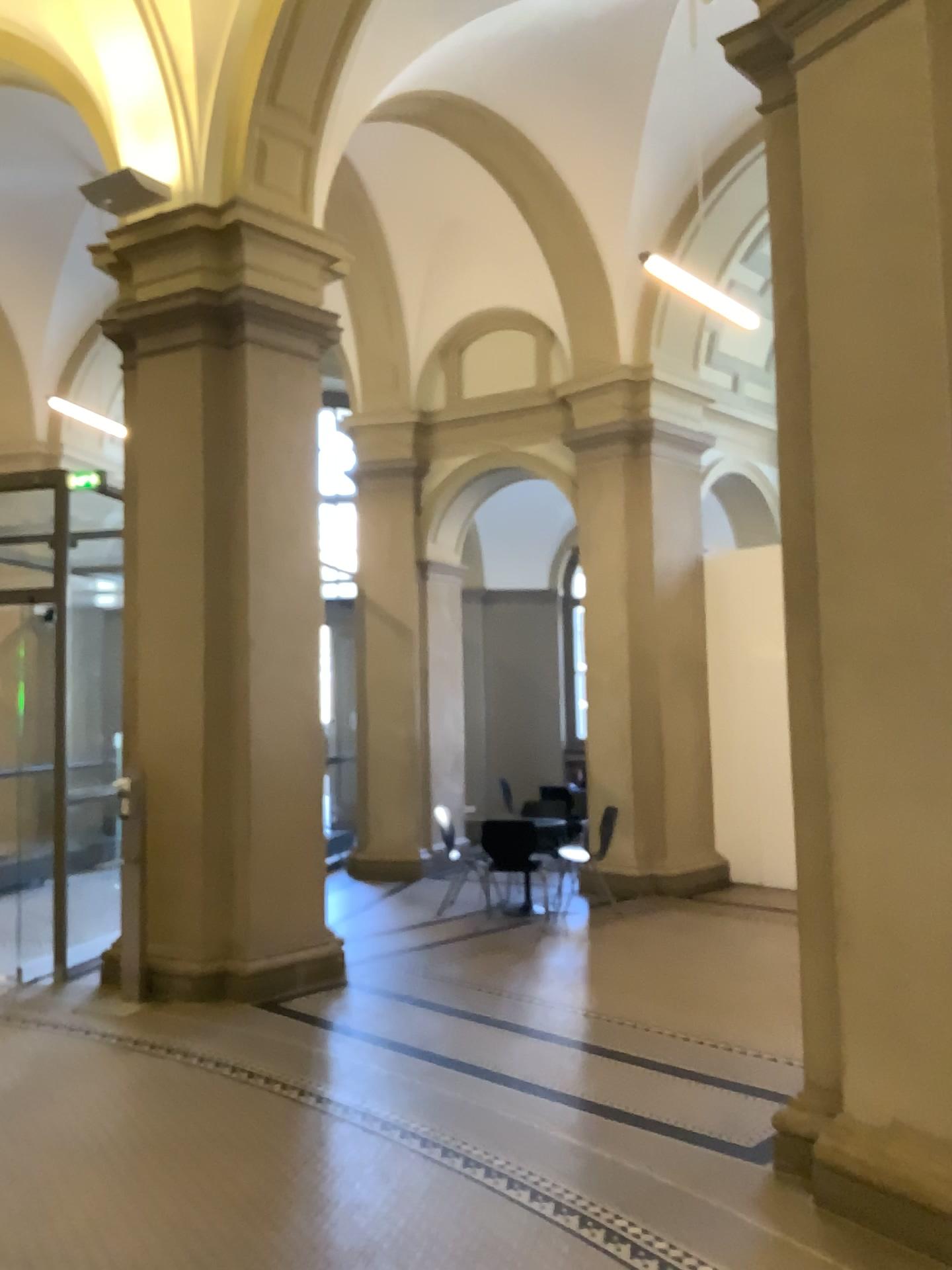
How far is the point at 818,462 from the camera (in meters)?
3.80
